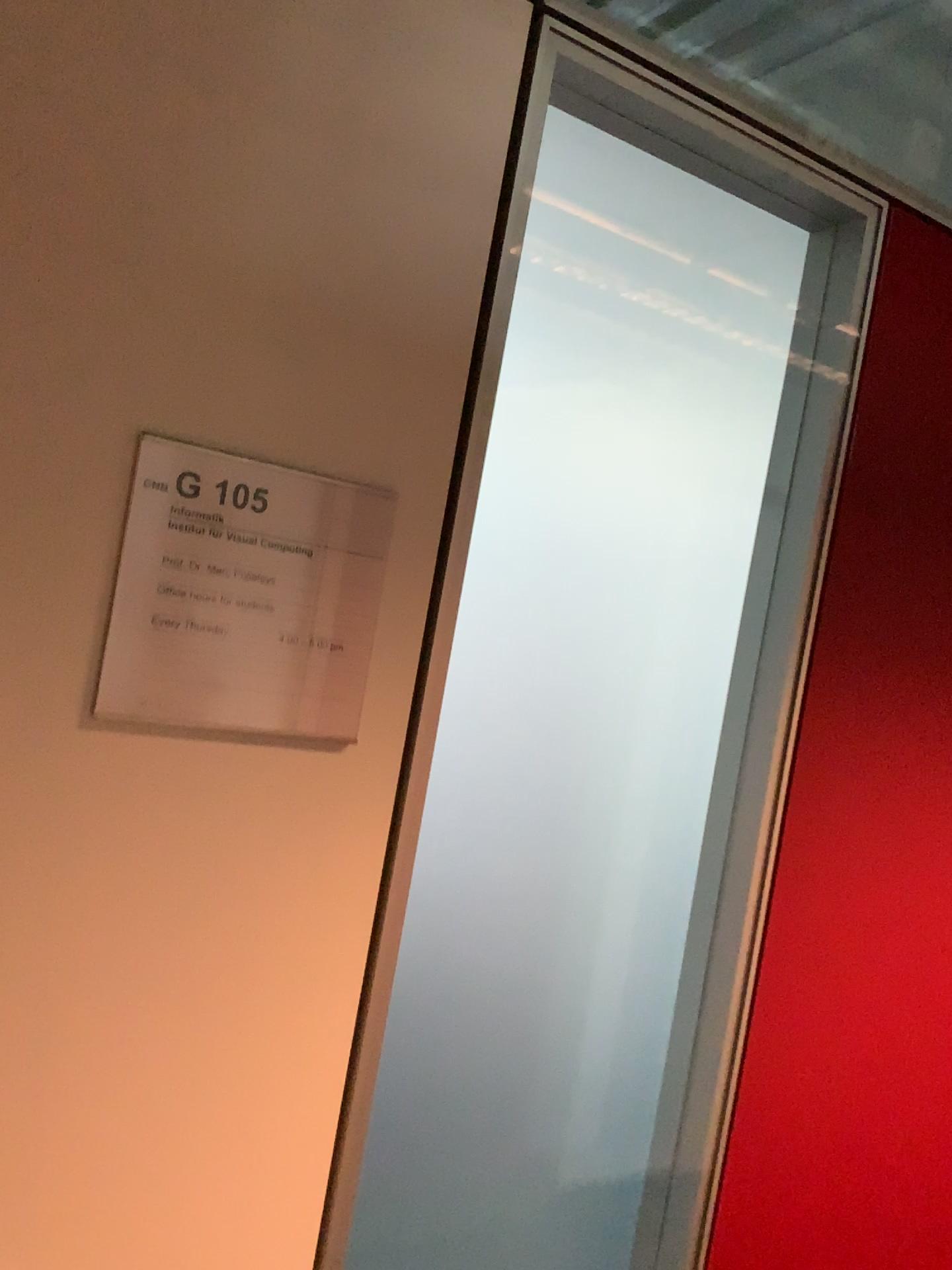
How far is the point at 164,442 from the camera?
0.79m

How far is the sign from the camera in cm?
79

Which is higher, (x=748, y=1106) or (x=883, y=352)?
(x=883, y=352)
